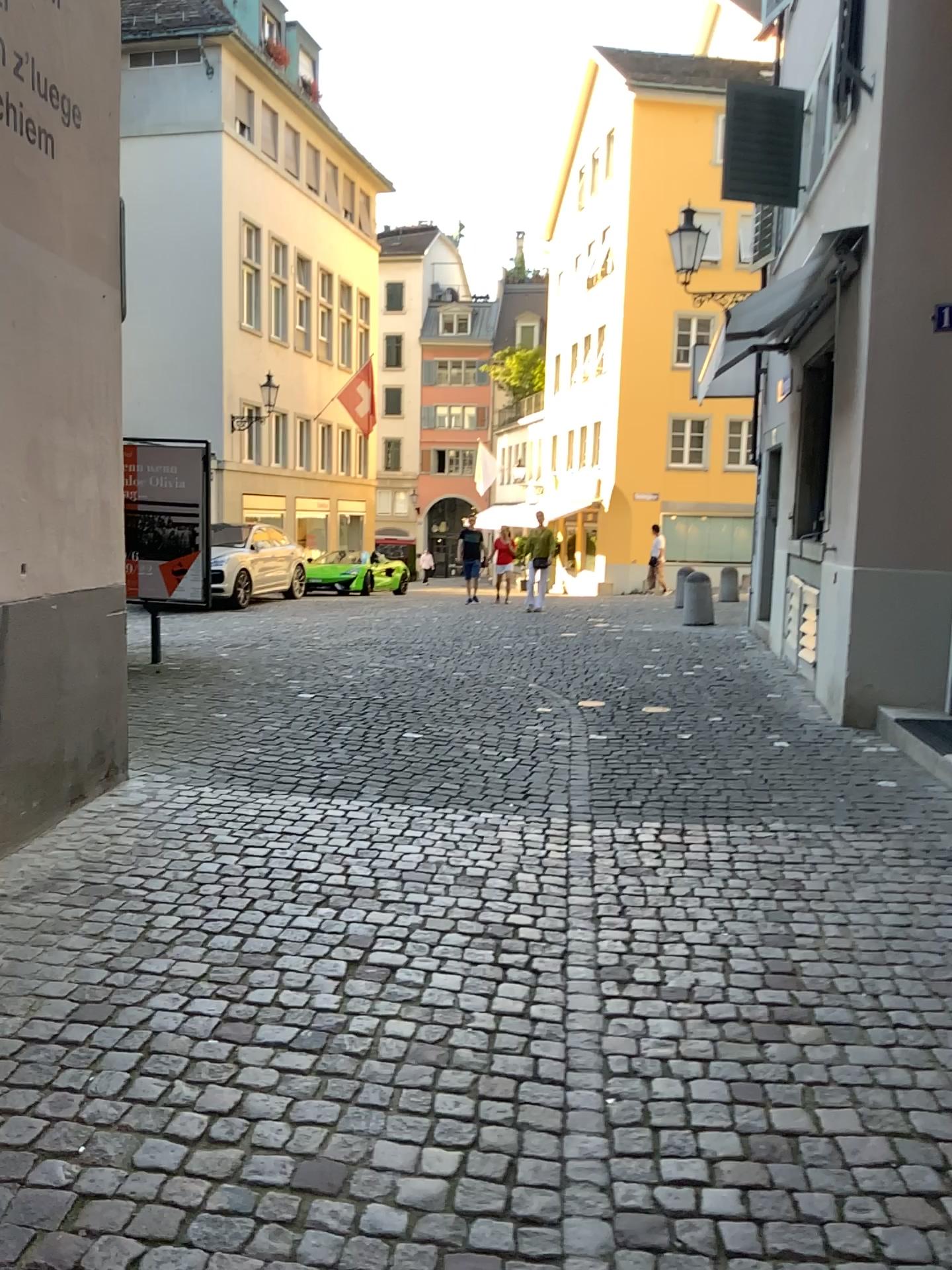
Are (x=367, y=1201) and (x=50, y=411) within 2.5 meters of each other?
no
